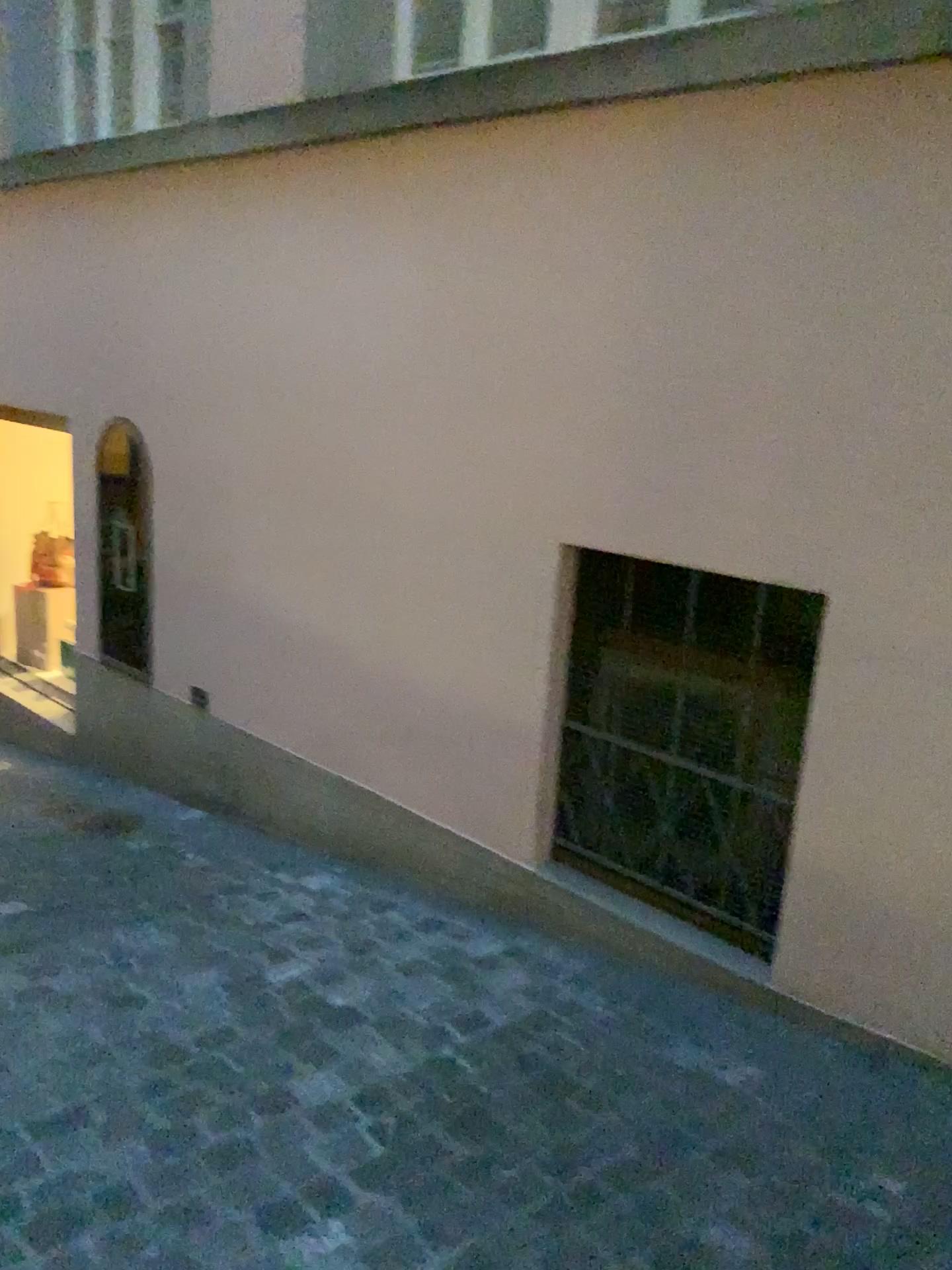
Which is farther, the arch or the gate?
the arch

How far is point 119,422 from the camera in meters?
4.3

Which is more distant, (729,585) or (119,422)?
(119,422)

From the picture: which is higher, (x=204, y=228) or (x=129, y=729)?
(x=204, y=228)

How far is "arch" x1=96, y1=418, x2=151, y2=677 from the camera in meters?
4.3 m
